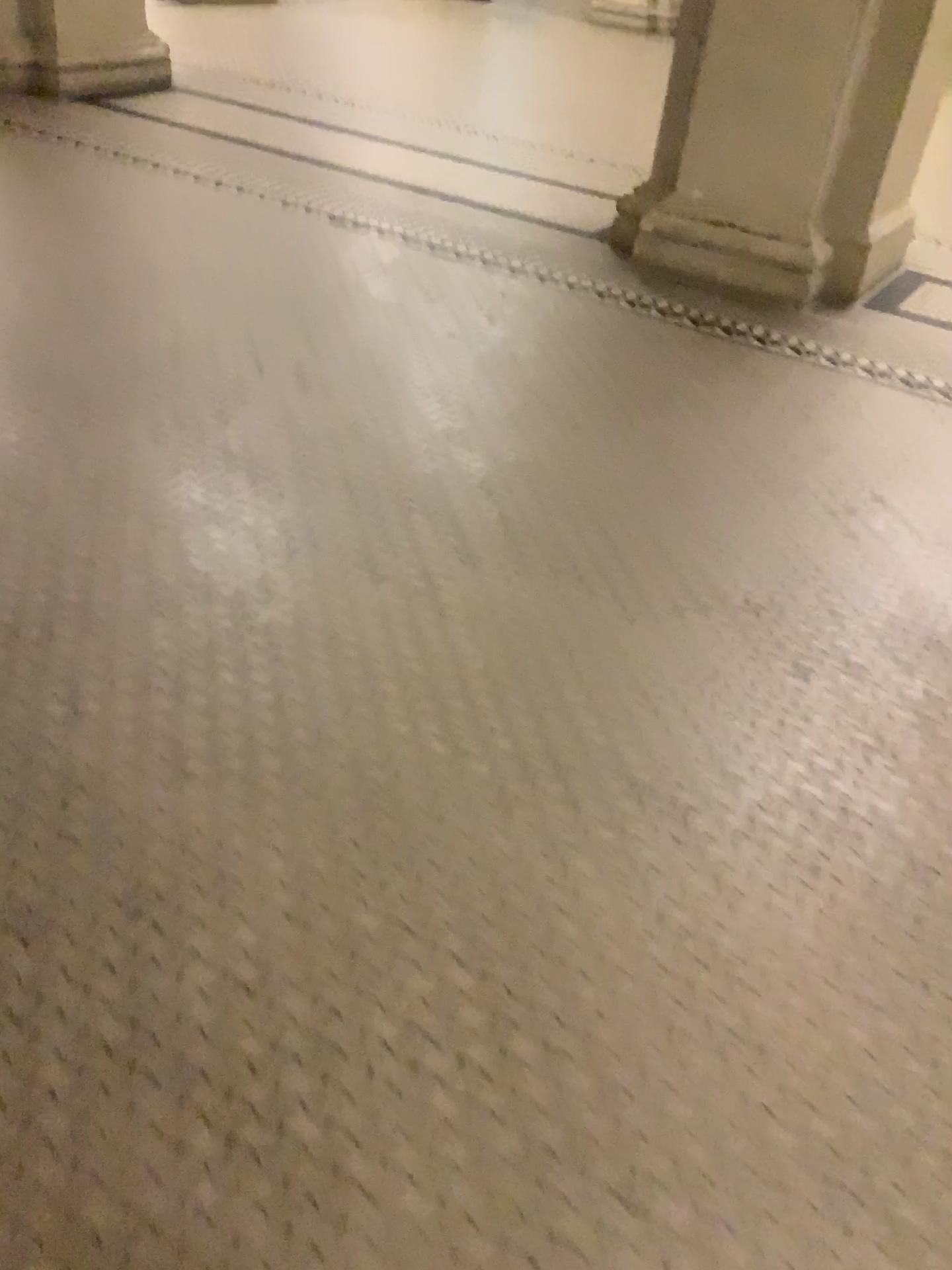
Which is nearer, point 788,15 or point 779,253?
point 788,15

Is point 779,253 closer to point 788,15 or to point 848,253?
point 848,253

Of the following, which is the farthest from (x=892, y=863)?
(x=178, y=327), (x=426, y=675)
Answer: (x=178, y=327)

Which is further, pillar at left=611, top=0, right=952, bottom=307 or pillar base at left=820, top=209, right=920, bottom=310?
pillar base at left=820, top=209, right=920, bottom=310

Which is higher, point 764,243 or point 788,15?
point 788,15

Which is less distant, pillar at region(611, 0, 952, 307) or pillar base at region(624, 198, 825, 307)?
pillar at region(611, 0, 952, 307)

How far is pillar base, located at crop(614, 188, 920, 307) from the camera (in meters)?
3.99

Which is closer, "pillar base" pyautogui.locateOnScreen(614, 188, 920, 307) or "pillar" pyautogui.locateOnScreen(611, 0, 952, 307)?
"pillar" pyautogui.locateOnScreen(611, 0, 952, 307)
